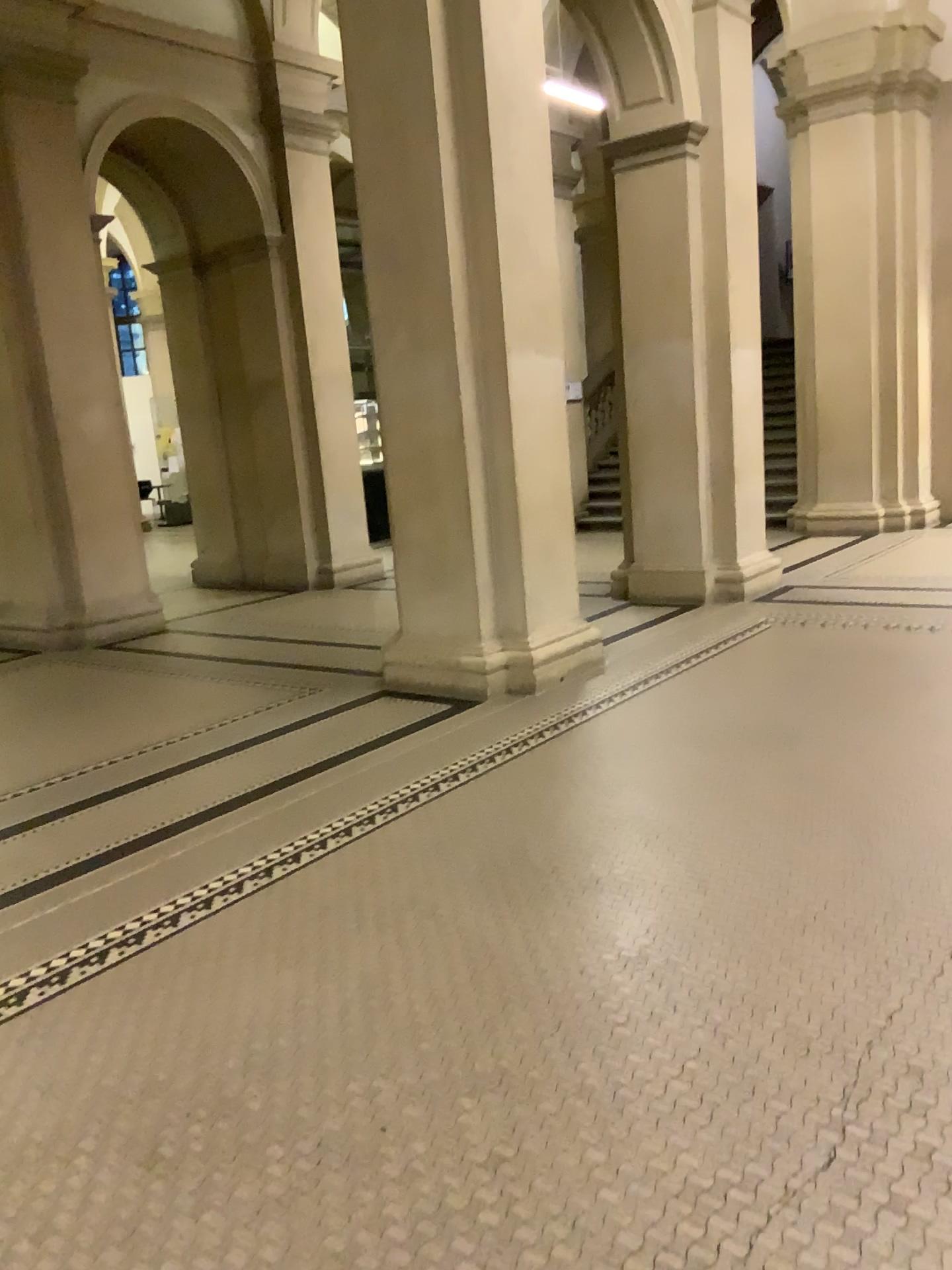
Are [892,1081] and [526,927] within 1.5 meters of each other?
yes
